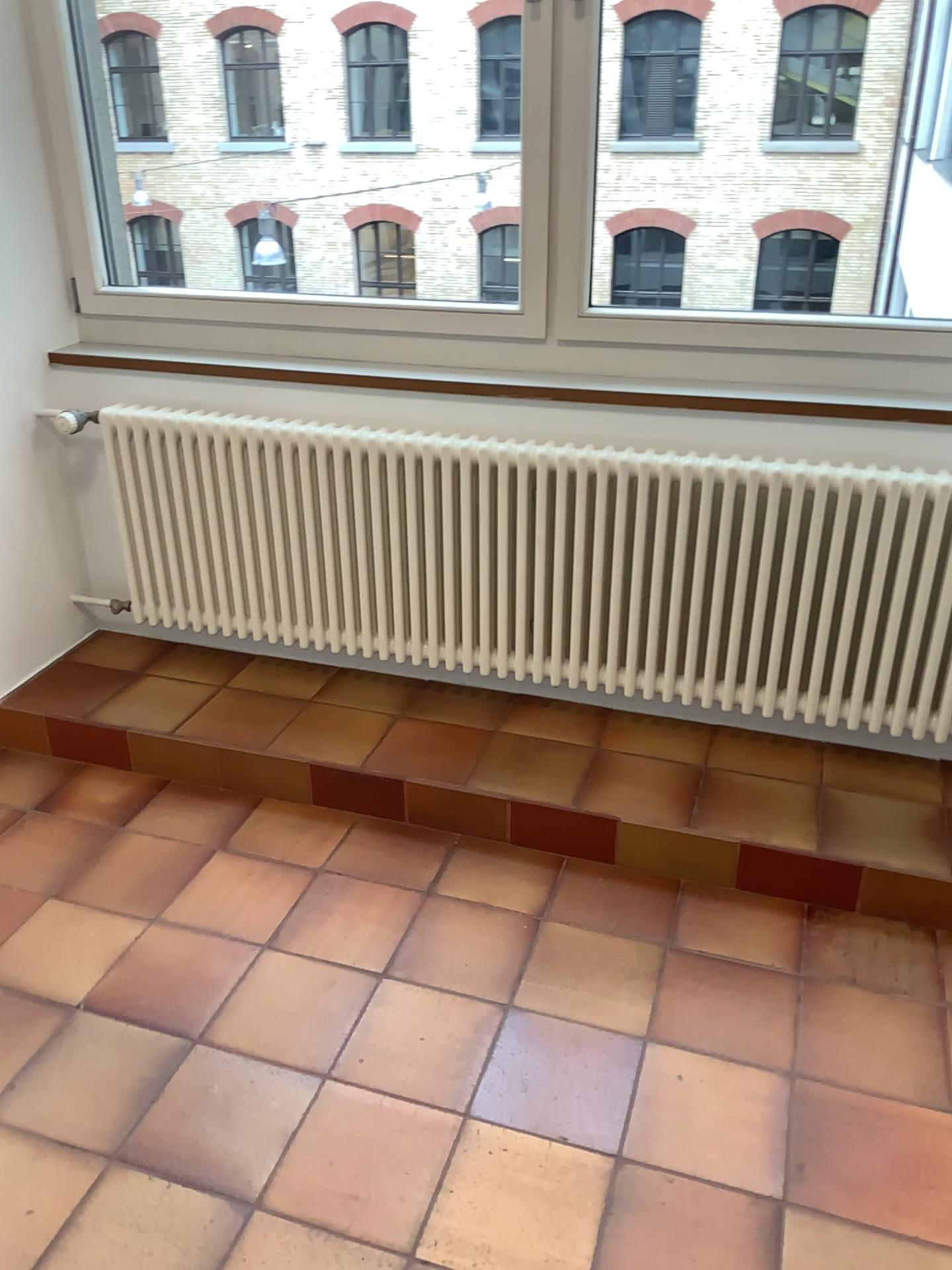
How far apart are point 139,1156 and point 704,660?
1.54m
